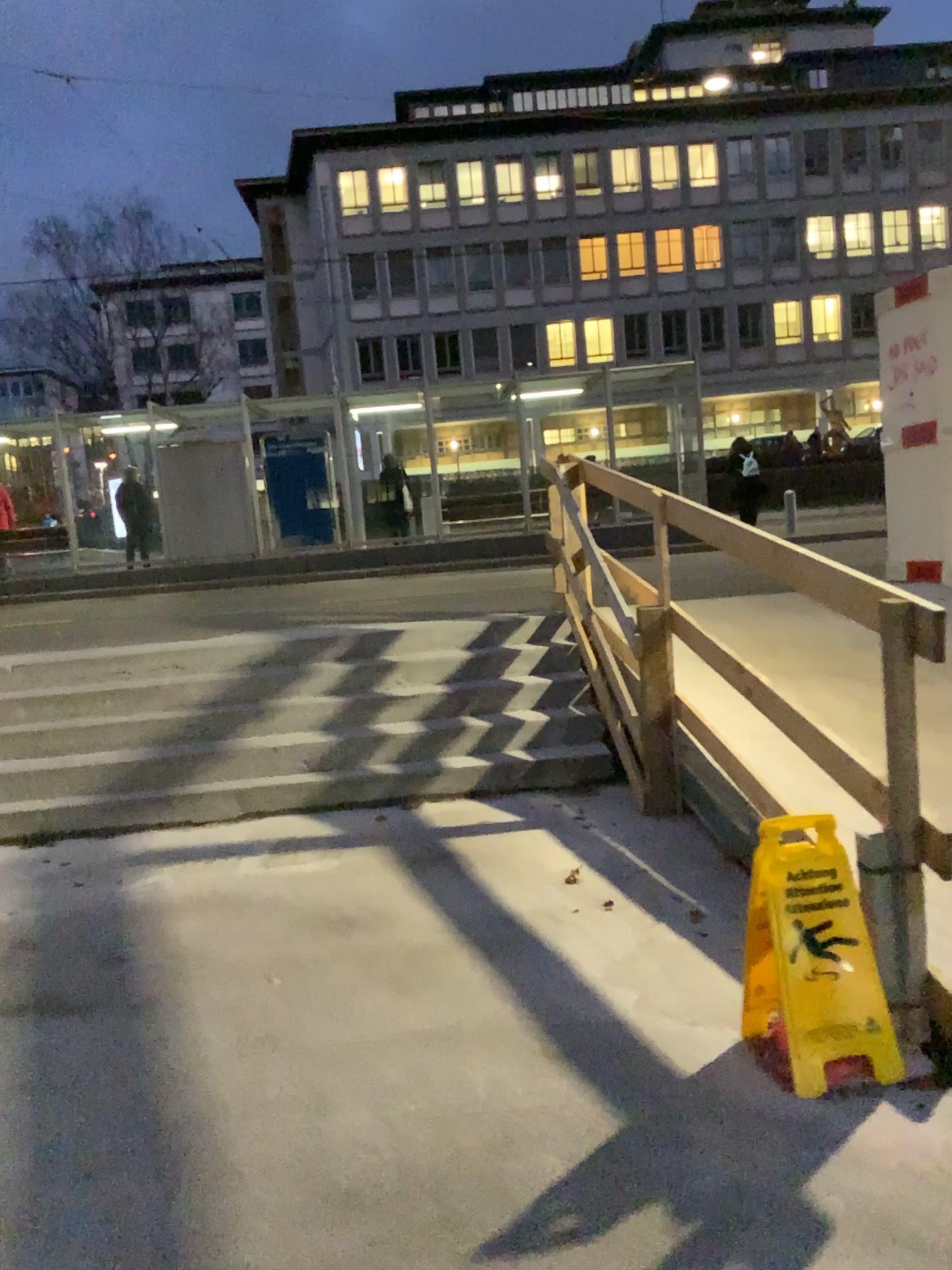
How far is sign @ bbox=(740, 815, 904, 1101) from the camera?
2.5 meters

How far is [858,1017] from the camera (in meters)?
2.52

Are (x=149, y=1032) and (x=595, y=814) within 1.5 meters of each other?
no
